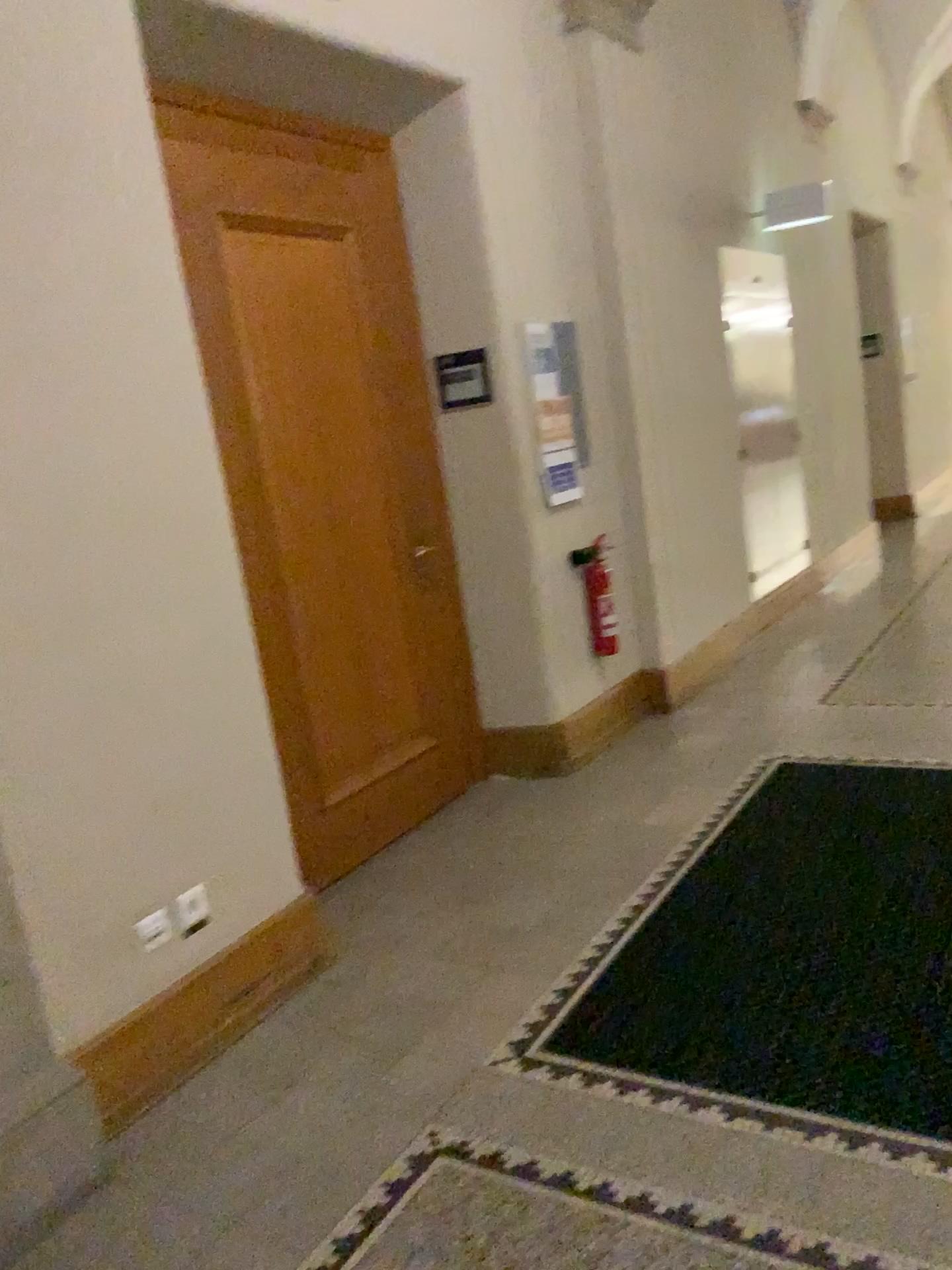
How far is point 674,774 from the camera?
4.2m

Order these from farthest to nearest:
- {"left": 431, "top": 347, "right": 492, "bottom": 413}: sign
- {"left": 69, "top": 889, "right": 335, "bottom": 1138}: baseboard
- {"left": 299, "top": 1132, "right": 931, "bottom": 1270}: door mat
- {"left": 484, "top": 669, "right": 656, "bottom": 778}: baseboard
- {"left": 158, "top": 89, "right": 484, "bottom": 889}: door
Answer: {"left": 484, "top": 669, "right": 656, "bottom": 778}: baseboard, {"left": 431, "top": 347, "right": 492, "bottom": 413}: sign, {"left": 158, "top": 89, "right": 484, "bottom": 889}: door, {"left": 69, "top": 889, "right": 335, "bottom": 1138}: baseboard, {"left": 299, "top": 1132, "right": 931, "bottom": 1270}: door mat

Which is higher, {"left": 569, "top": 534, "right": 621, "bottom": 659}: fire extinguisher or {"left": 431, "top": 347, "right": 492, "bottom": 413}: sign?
{"left": 431, "top": 347, "right": 492, "bottom": 413}: sign

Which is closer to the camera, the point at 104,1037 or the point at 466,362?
the point at 104,1037

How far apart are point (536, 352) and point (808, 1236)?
3.4m

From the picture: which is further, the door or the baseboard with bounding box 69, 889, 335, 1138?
the door

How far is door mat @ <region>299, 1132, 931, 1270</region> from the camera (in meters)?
1.82

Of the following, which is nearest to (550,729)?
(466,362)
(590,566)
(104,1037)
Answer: (590,566)

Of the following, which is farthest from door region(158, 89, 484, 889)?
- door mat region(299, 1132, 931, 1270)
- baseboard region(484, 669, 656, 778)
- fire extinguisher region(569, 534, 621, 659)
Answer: door mat region(299, 1132, 931, 1270)

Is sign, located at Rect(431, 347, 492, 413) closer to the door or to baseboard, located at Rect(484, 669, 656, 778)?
the door
